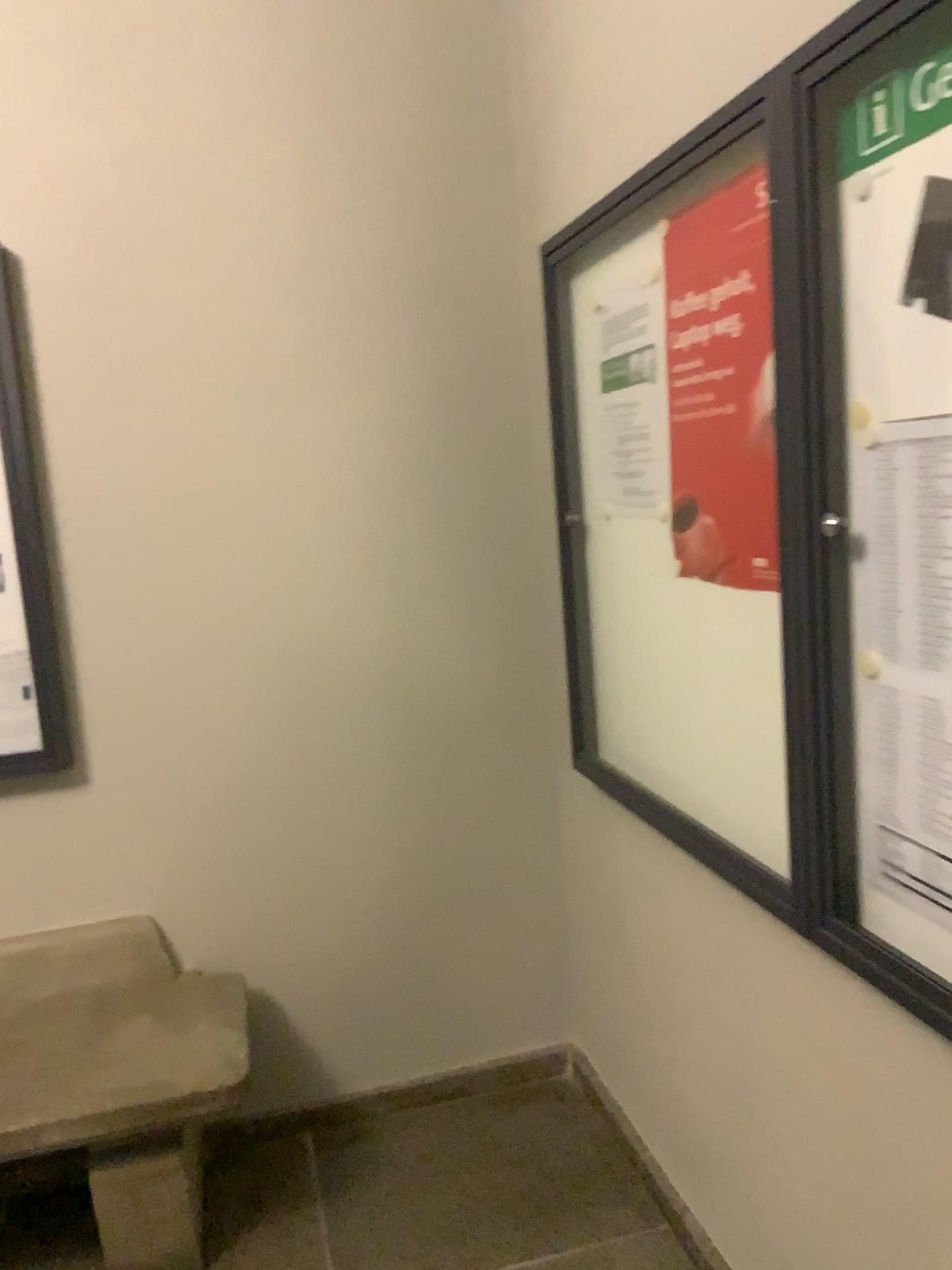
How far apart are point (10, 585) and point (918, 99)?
1.90m

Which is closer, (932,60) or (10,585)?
(932,60)

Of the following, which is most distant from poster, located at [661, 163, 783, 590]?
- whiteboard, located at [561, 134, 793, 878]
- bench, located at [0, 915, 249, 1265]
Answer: bench, located at [0, 915, 249, 1265]

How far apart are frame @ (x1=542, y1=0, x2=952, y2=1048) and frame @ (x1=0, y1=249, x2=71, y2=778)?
1.5m

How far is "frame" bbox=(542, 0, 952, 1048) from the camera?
1.3 meters

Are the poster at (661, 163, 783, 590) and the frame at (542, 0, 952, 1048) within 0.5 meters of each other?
yes

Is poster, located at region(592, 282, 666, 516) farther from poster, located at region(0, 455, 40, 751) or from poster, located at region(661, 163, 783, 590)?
poster, located at region(0, 455, 40, 751)

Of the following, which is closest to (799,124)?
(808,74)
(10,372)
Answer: (808,74)

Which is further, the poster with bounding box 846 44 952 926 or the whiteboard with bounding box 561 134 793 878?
the whiteboard with bounding box 561 134 793 878

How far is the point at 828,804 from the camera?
1.37m
